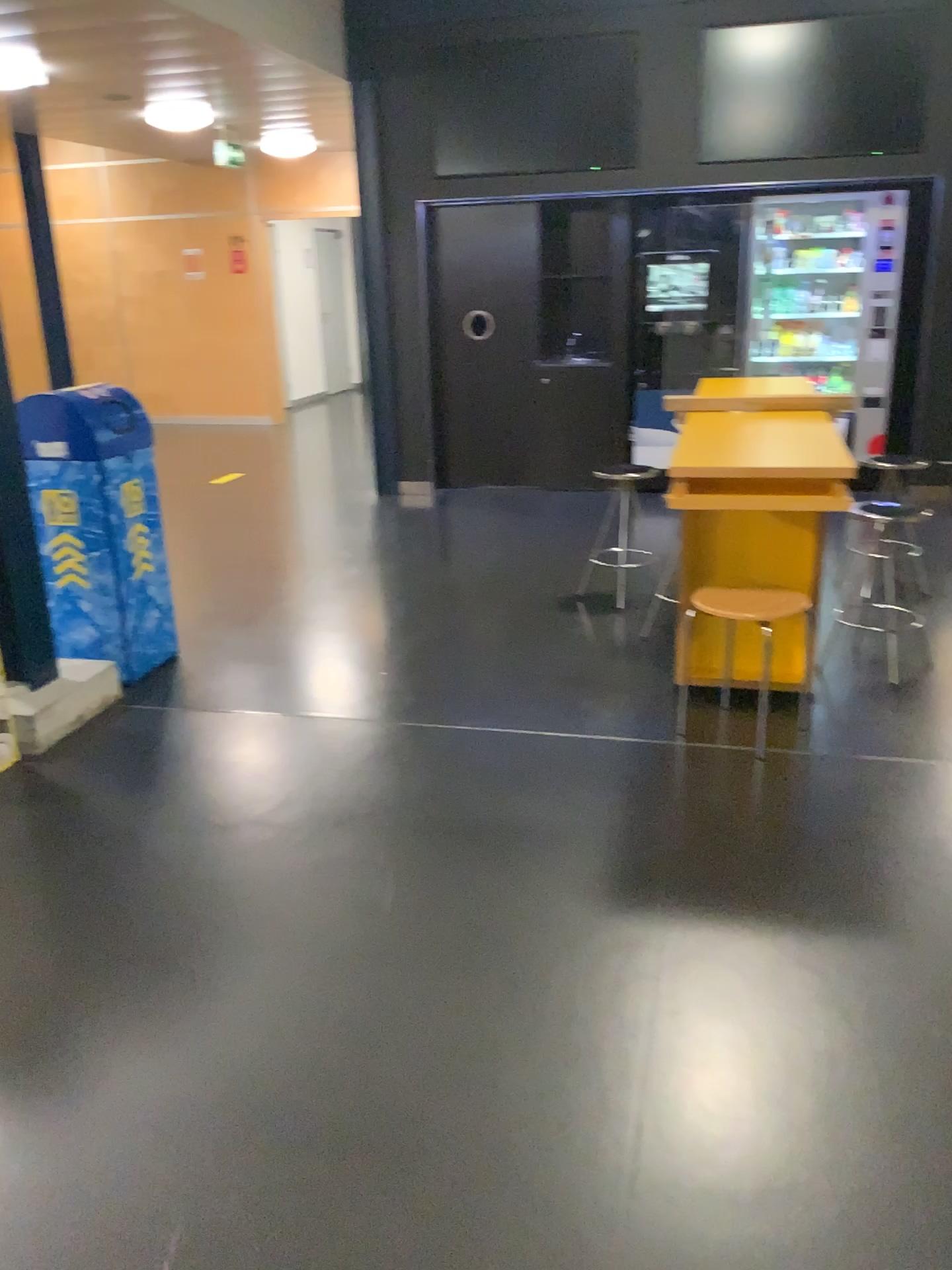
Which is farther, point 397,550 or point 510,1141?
point 397,550

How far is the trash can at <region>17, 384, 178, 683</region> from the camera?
3.8m

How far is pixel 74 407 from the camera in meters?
3.8 m
